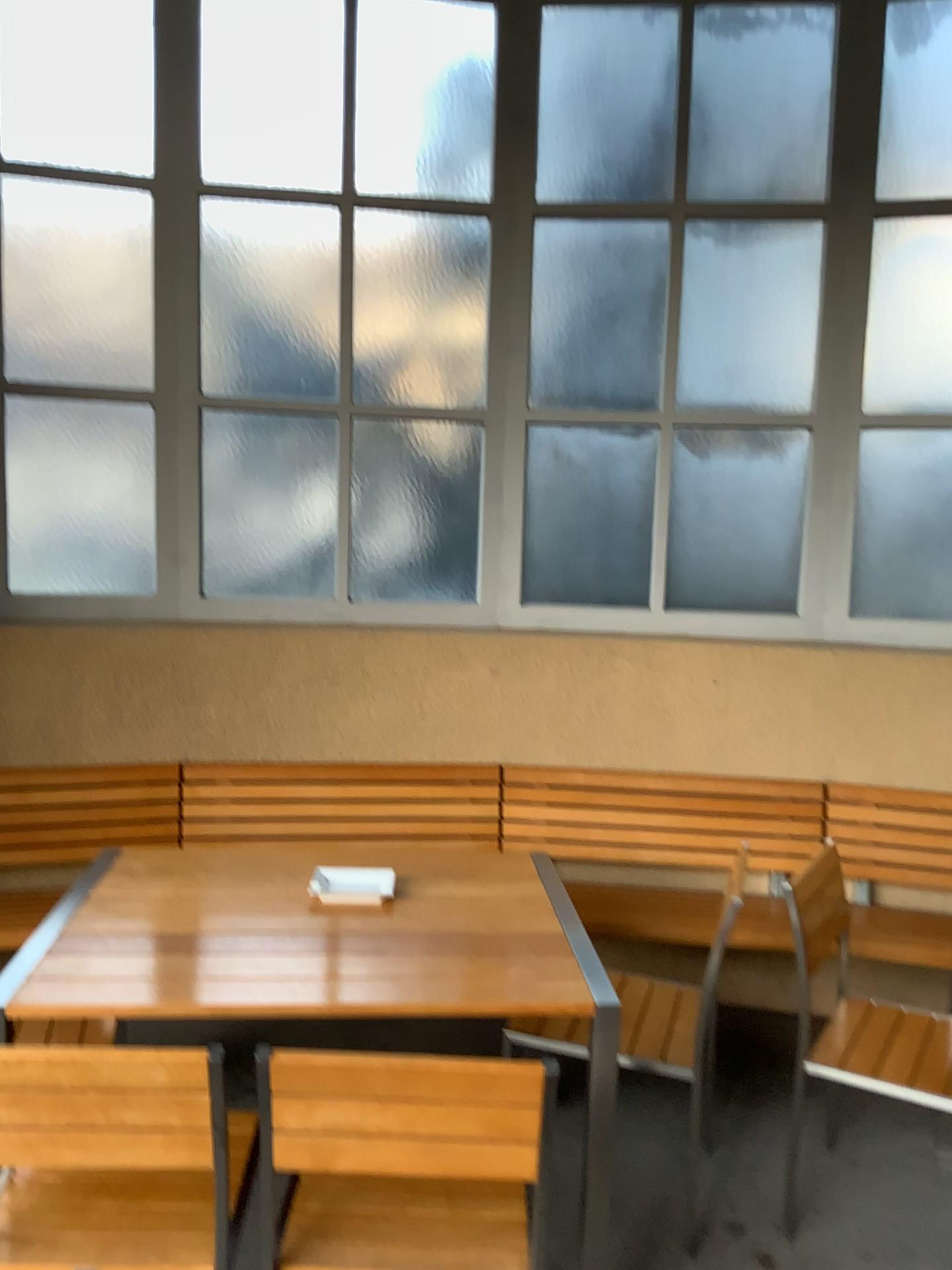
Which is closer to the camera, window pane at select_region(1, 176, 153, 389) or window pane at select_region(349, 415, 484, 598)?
window pane at select_region(1, 176, 153, 389)

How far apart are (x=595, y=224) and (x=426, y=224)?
0.6 meters

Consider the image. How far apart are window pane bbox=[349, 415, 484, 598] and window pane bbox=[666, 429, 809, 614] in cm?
71

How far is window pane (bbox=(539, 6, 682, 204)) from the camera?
3.6 meters

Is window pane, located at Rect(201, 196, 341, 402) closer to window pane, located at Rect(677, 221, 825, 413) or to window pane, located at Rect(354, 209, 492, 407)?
window pane, located at Rect(354, 209, 492, 407)

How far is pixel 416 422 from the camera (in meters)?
3.72

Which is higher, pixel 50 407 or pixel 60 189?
pixel 60 189

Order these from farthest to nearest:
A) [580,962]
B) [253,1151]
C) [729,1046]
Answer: [729,1046] → [580,962] → [253,1151]

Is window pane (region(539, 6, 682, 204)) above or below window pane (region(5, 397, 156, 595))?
above

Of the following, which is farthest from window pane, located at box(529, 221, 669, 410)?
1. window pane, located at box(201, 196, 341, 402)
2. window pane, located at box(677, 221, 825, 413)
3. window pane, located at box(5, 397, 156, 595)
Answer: window pane, located at box(5, 397, 156, 595)
